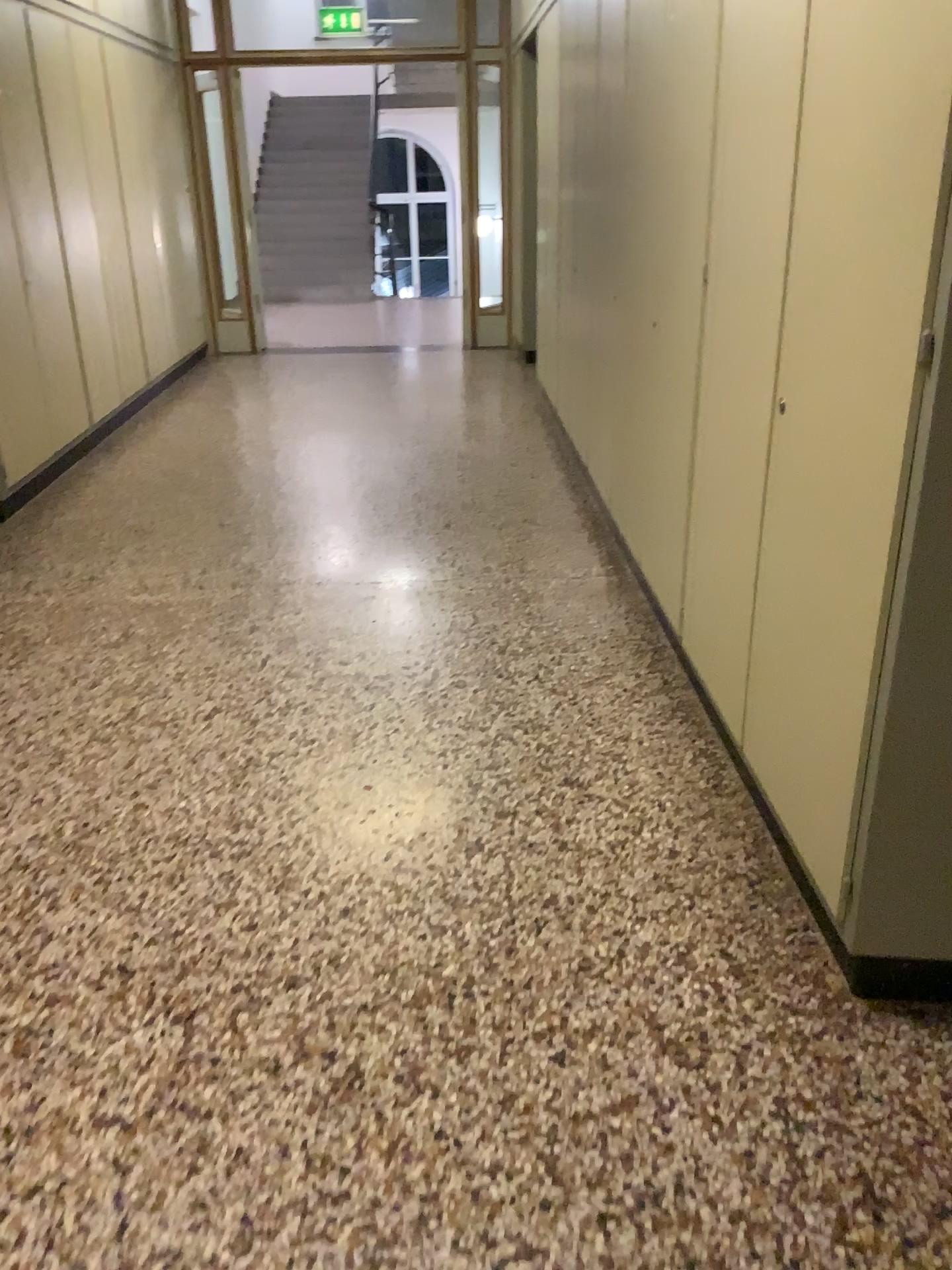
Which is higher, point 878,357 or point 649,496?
point 878,357
